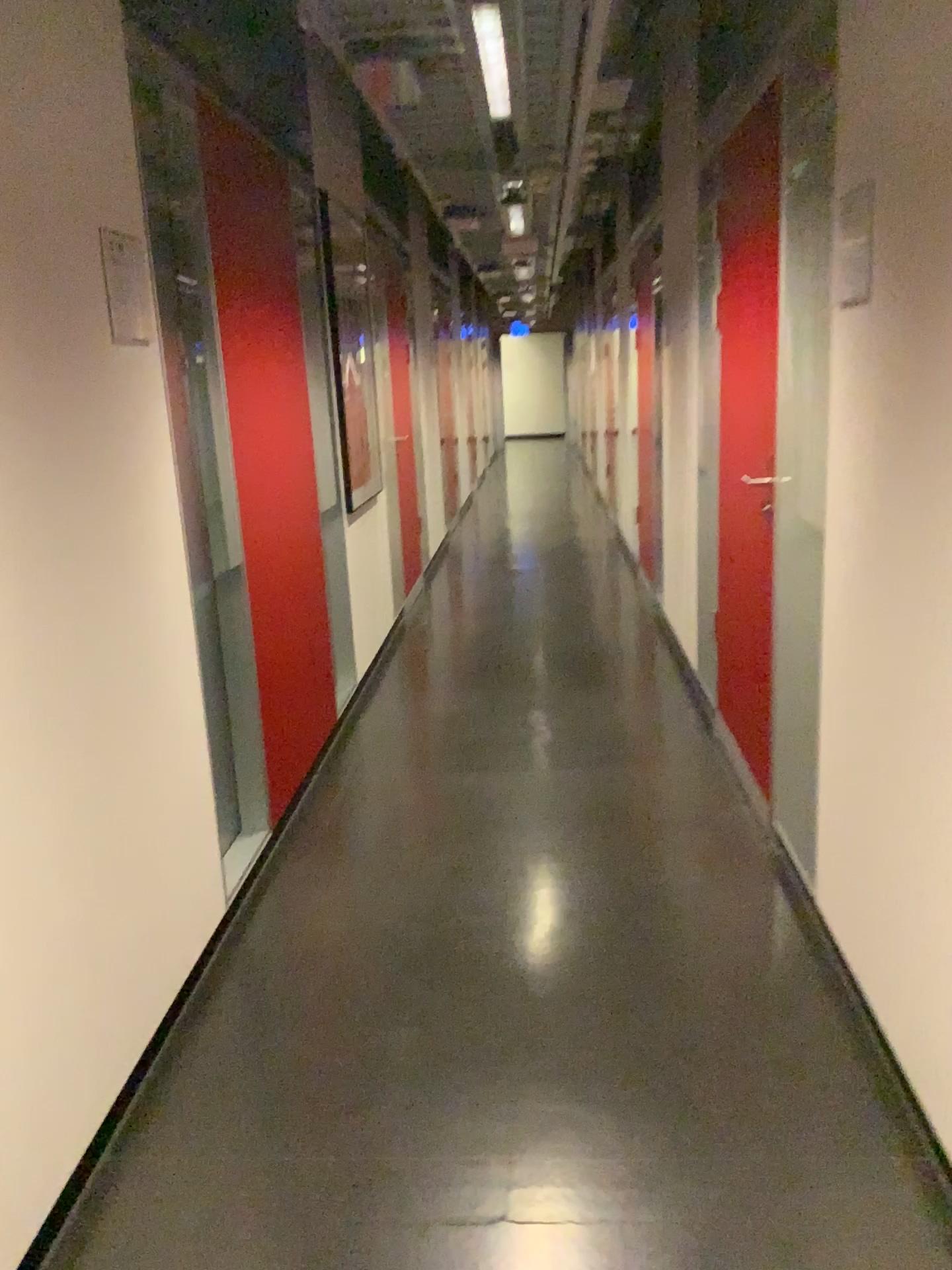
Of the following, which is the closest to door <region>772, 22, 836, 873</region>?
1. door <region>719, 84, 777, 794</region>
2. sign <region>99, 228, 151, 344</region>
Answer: door <region>719, 84, 777, 794</region>

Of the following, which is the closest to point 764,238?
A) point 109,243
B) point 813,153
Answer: point 813,153

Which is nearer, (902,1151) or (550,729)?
(902,1151)

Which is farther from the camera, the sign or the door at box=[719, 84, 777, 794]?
the door at box=[719, 84, 777, 794]

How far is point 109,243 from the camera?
2.1 meters

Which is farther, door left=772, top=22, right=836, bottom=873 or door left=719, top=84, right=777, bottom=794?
door left=719, top=84, right=777, bottom=794

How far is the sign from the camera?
2.1 meters

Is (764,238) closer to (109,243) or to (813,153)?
(813,153)

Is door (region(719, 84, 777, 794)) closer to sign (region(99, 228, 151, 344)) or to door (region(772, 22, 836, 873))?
door (region(772, 22, 836, 873))
